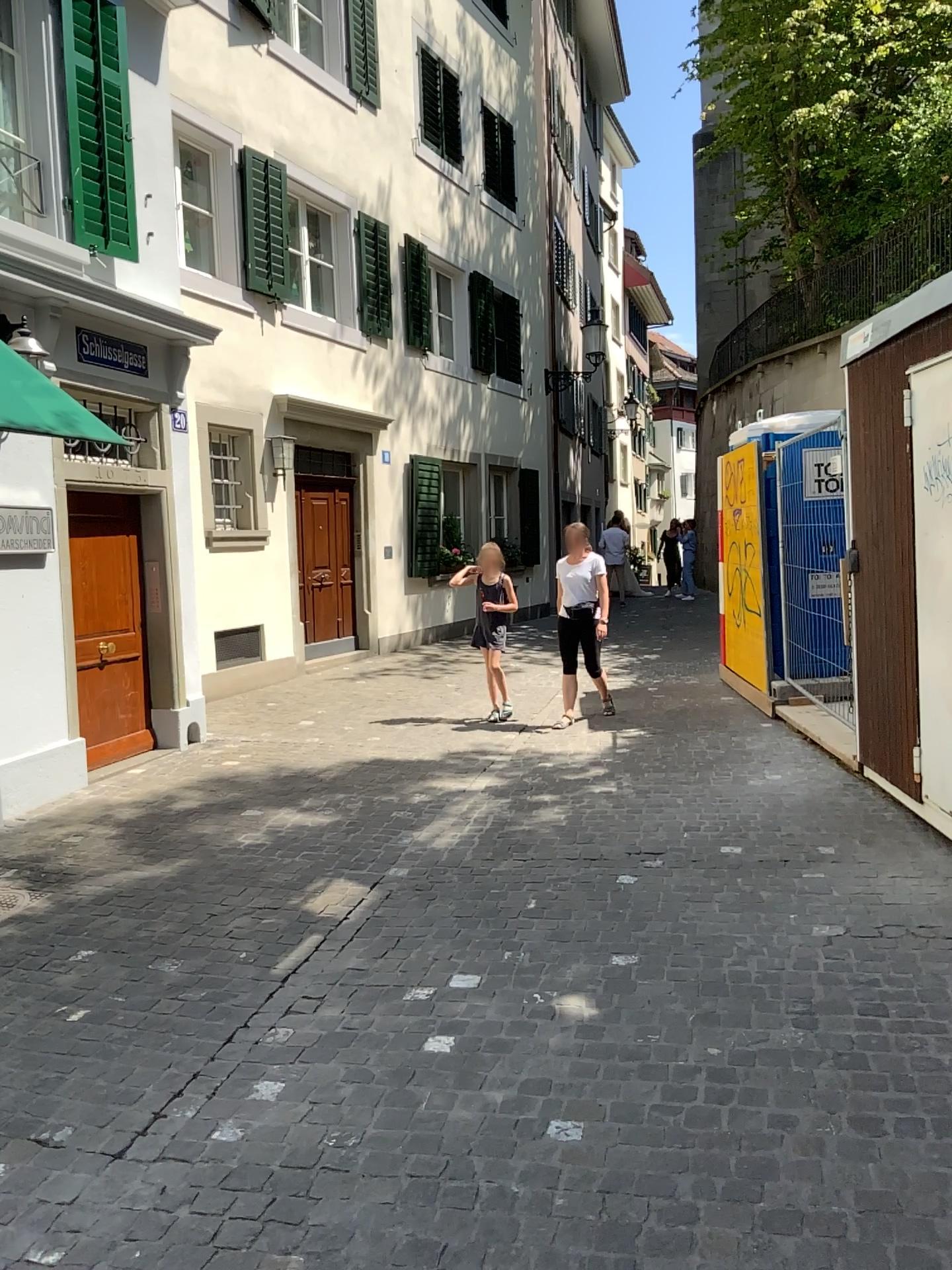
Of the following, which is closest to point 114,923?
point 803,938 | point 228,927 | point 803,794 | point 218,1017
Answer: point 228,927
